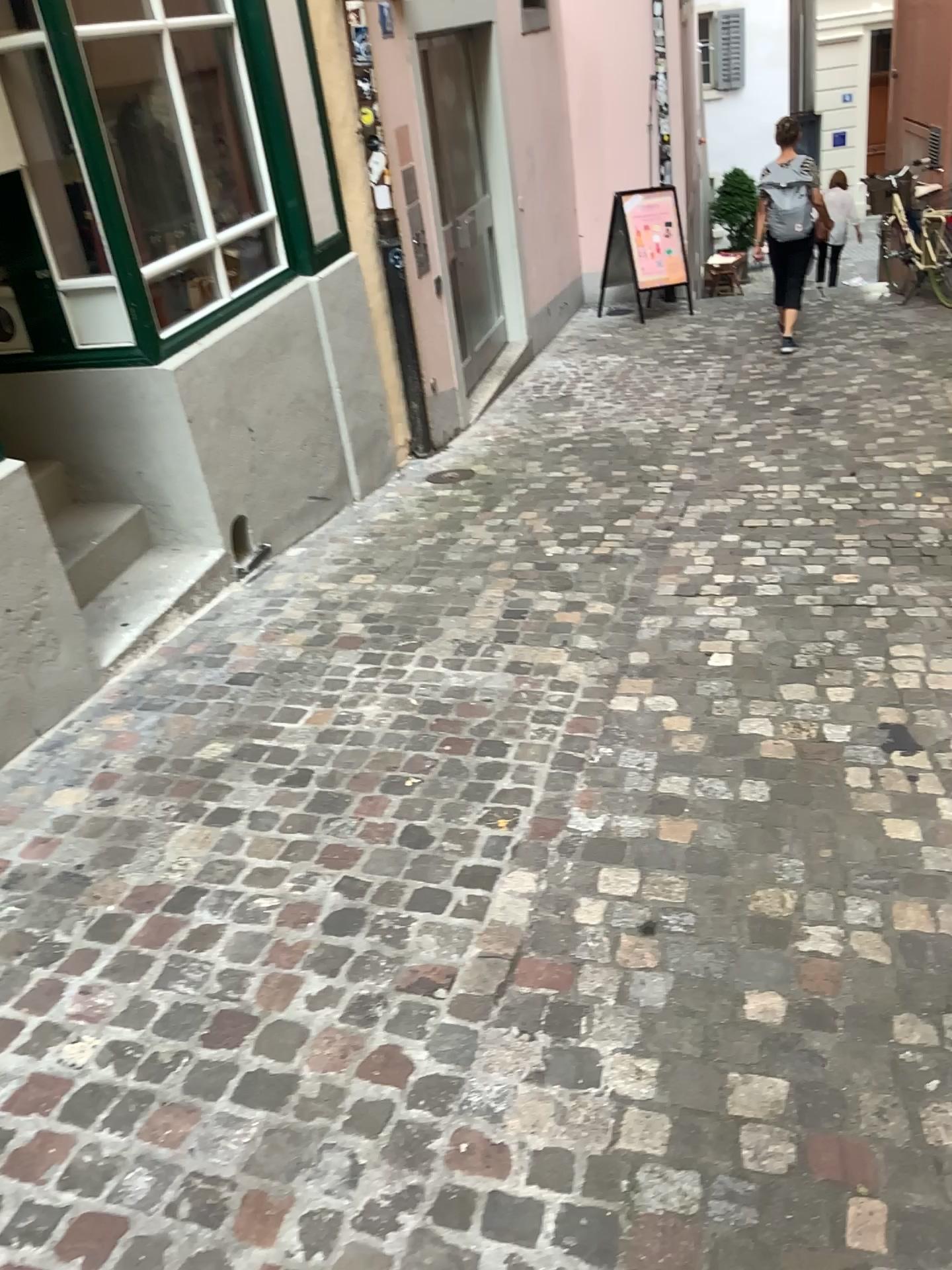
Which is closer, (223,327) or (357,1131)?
(357,1131)
